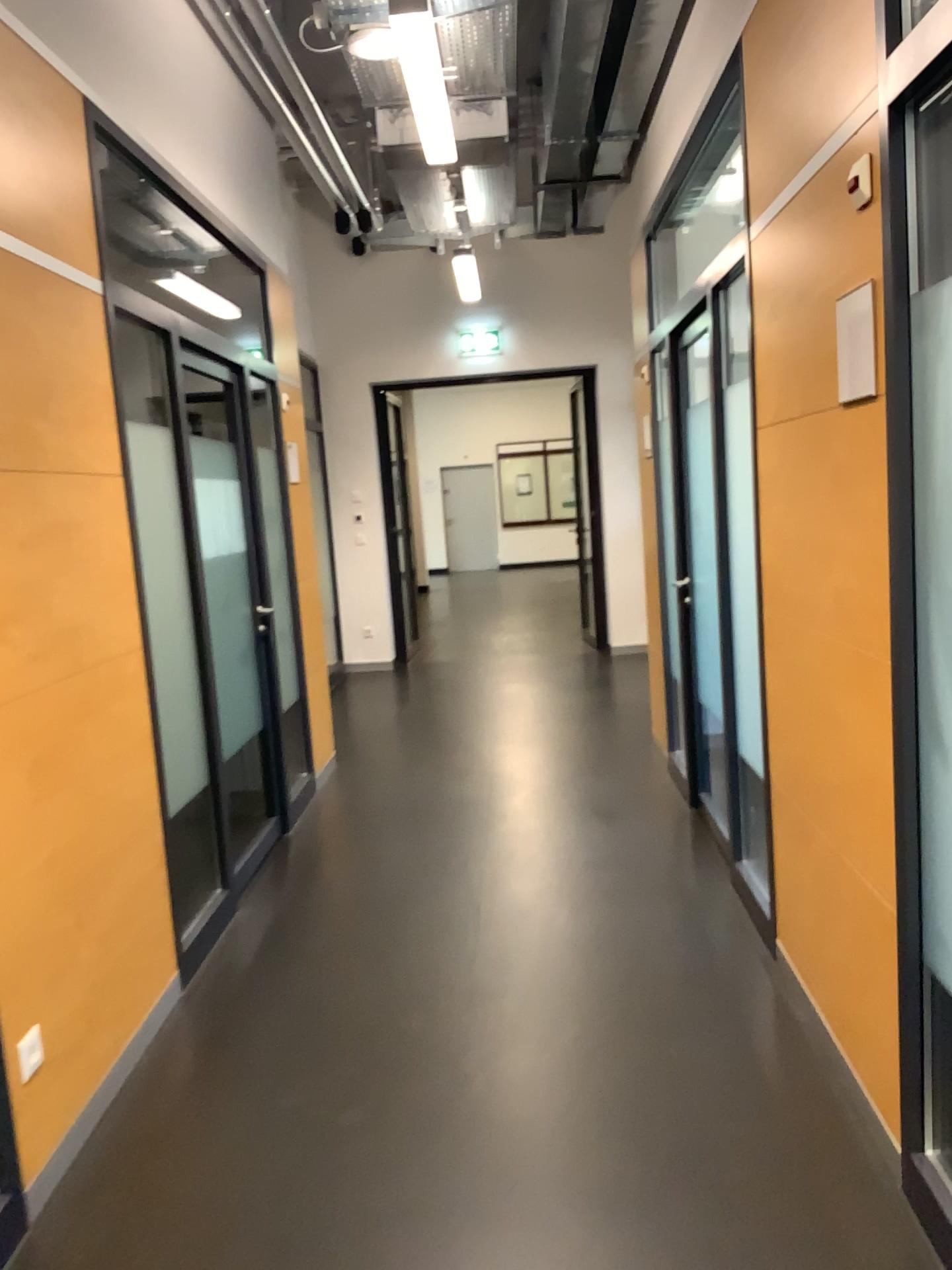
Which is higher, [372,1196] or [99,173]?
[99,173]
